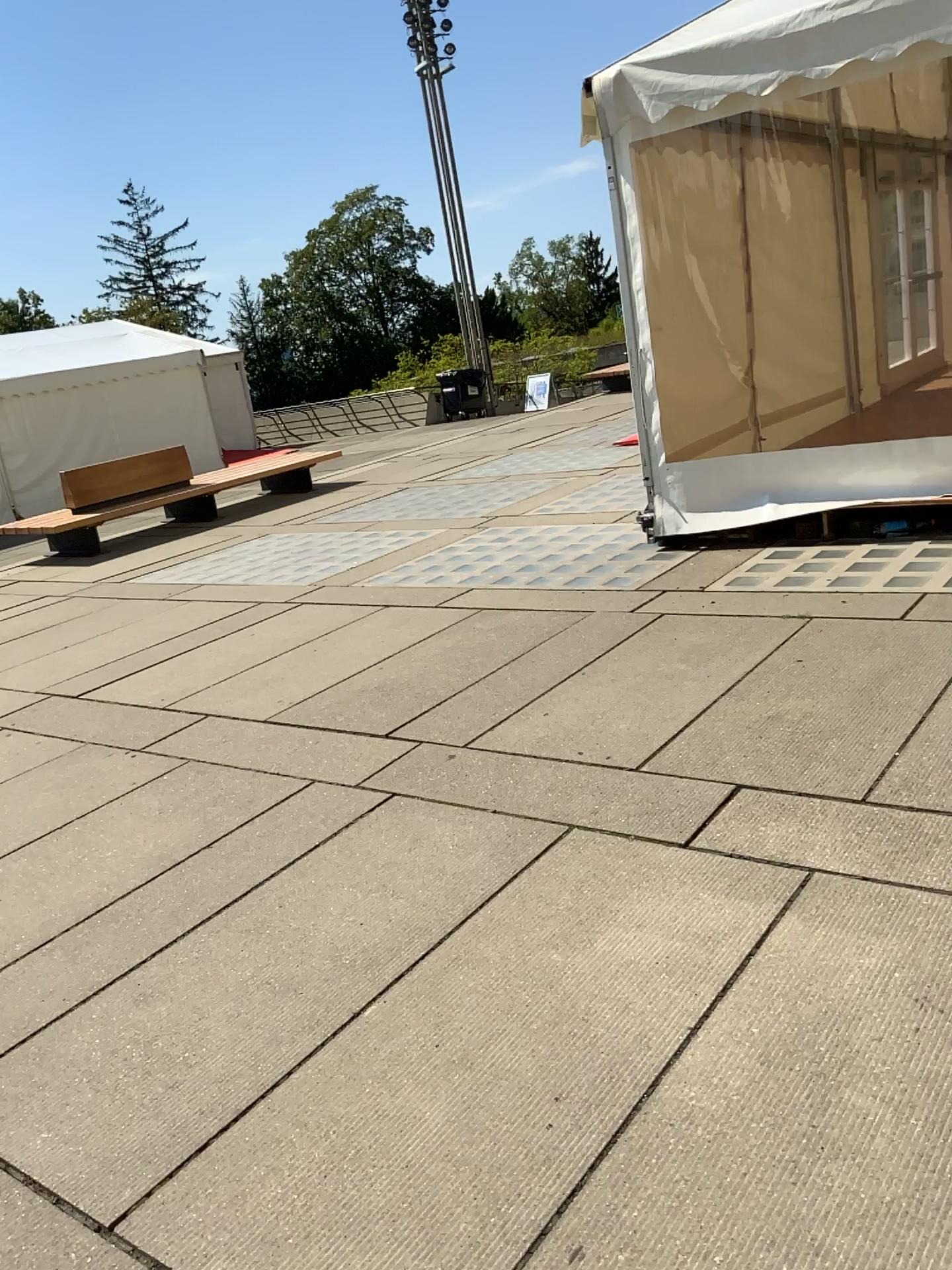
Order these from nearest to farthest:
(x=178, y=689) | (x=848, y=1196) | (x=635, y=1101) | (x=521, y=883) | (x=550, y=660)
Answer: (x=848, y=1196) < (x=635, y=1101) < (x=521, y=883) < (x=550, y=660) < (x=178, y=689)
